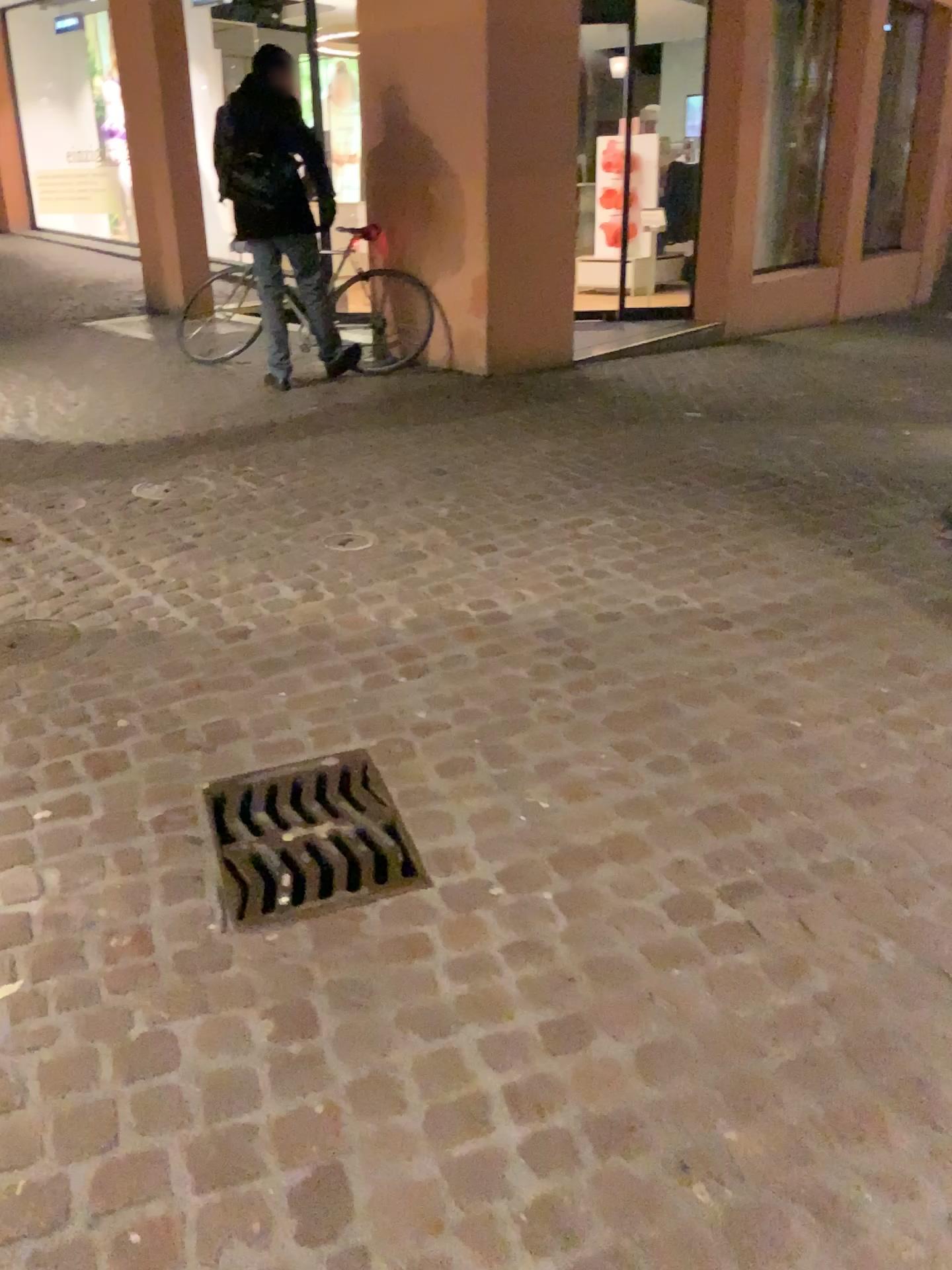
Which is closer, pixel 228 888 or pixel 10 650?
pixel 228 888

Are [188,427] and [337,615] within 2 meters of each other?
no

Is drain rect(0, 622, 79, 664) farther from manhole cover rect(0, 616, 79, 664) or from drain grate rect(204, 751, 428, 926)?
drain grate rect(204, 751, 428, 926)

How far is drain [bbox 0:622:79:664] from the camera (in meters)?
2.90

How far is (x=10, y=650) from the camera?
2.9 meters

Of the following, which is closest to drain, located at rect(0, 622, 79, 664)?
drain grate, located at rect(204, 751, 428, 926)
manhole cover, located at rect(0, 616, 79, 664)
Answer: manhole cover, located at rect(0, 616, 79, 664)

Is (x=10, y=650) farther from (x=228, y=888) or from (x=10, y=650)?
(x=228, y=888)

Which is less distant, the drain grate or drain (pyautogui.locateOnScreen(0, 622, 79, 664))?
the drain grate
